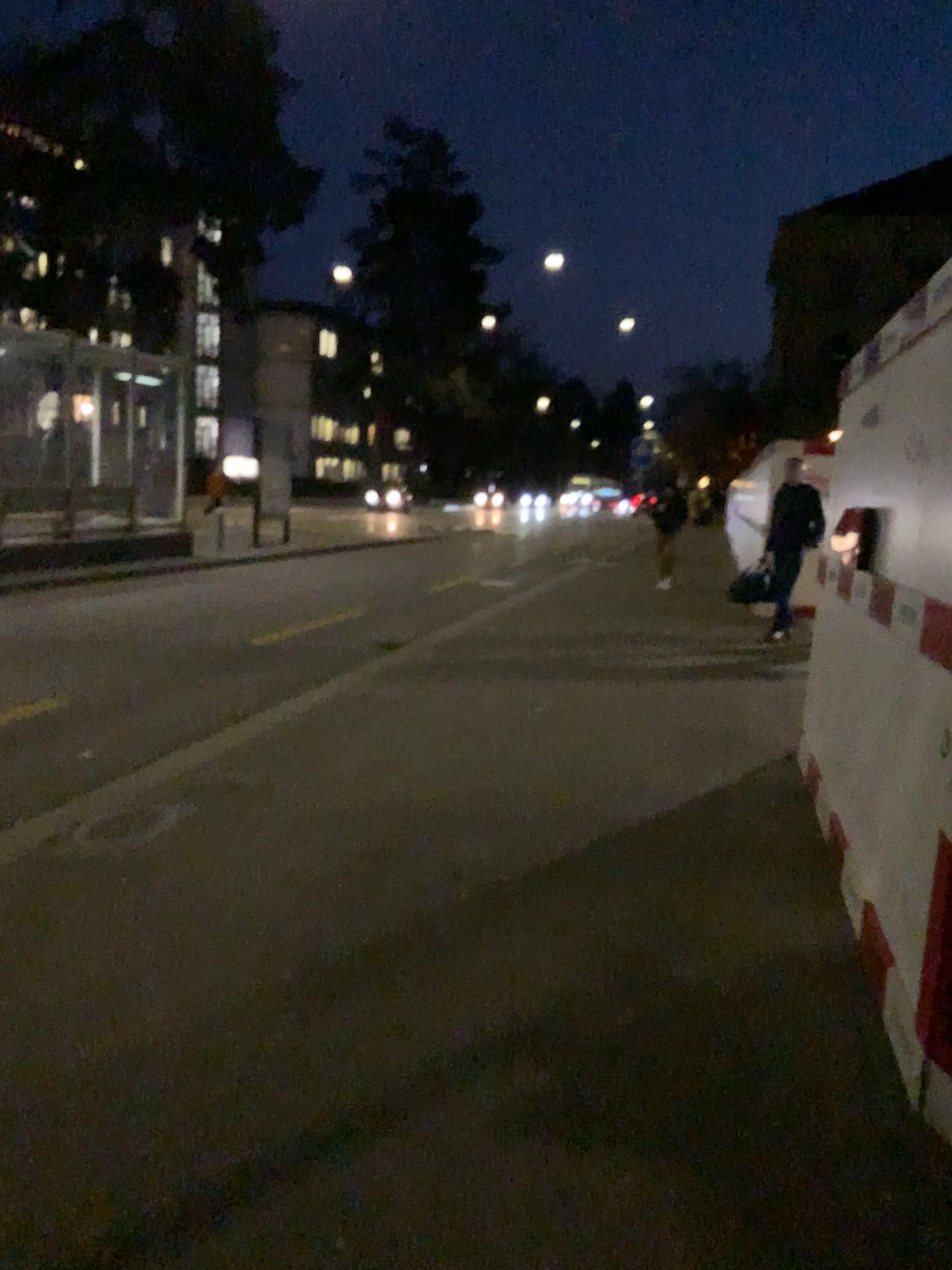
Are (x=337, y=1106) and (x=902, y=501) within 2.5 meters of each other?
no
